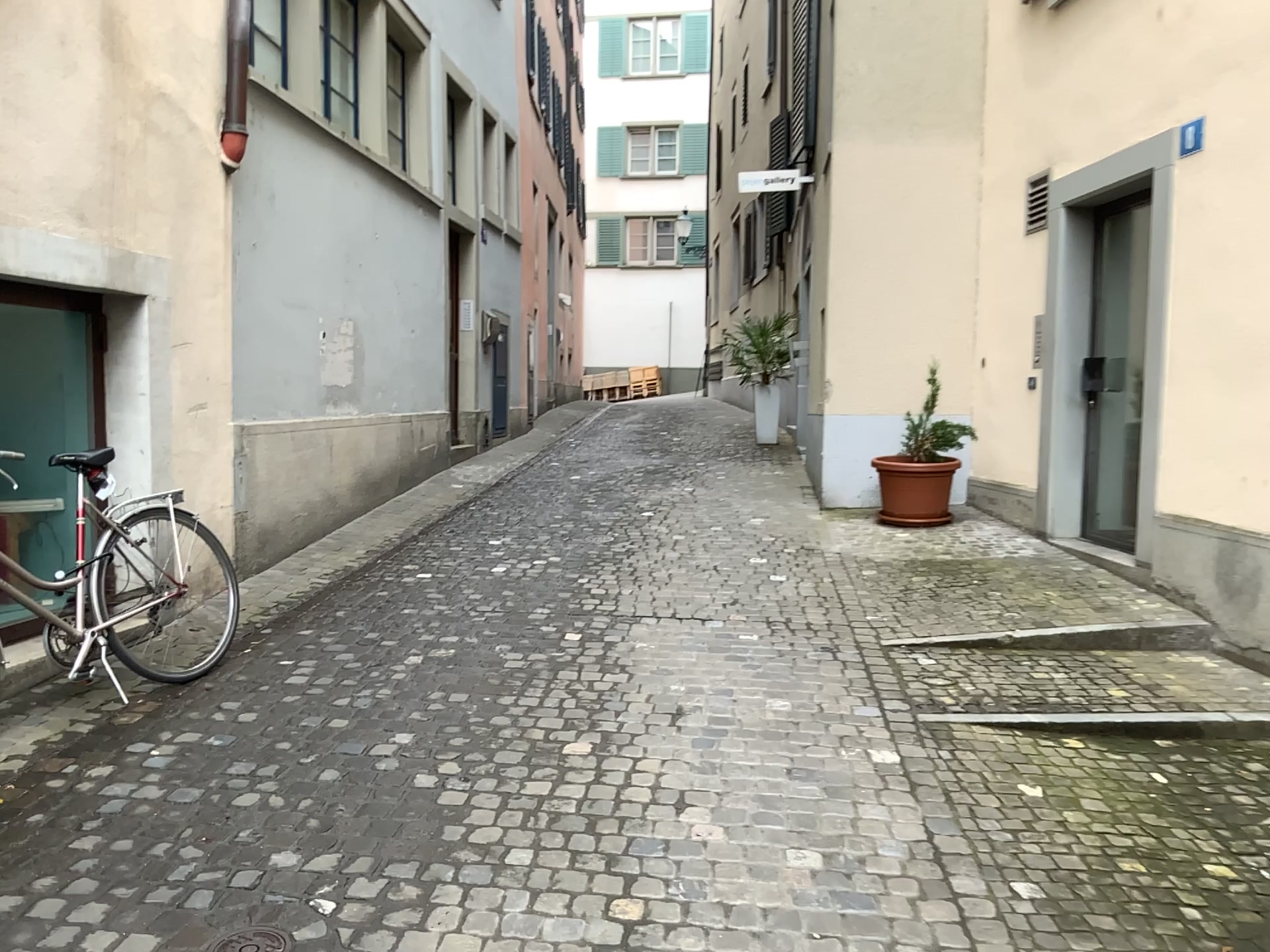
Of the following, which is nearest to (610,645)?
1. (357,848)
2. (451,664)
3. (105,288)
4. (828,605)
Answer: (451,664)
